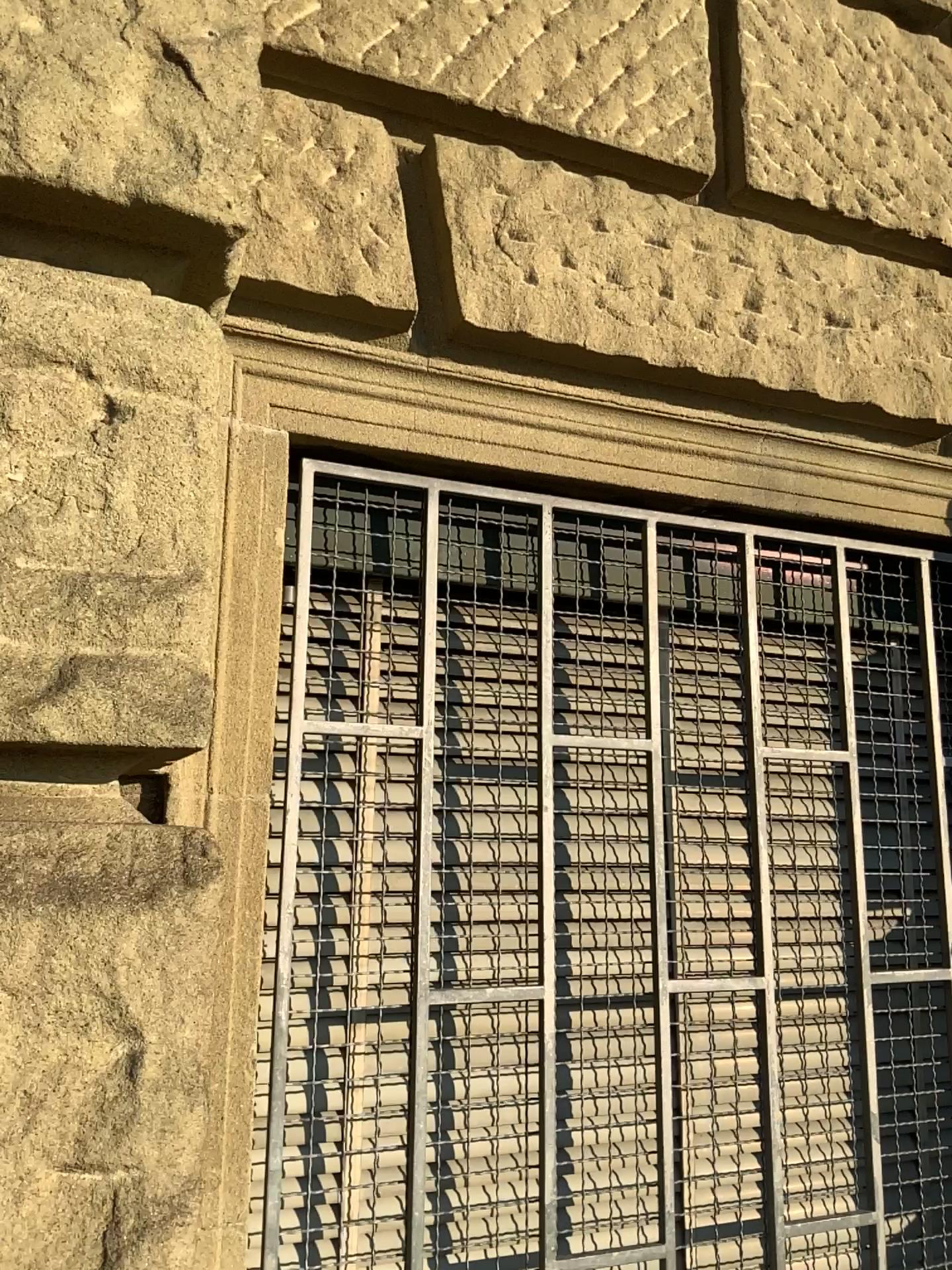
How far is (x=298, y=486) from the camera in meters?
1.5 m

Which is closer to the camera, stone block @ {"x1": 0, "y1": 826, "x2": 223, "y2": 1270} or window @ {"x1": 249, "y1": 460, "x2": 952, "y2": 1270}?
stone block @ {"x1": 0, "y1": 826, "x2": 223, "y2": 1270}

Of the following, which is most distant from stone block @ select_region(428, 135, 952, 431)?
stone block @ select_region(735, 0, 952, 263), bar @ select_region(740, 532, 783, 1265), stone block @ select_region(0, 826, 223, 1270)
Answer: stone block @ select_region(0, 826, 223, 1270)

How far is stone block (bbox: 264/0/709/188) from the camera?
1.52m

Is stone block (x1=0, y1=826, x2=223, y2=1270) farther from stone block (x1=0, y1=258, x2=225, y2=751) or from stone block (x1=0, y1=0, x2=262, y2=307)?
stone block (x1=0, y1=0, x2=262, y2=307)

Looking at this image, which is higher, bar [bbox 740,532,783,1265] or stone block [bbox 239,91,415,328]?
stone block [bbox 239,91,415,328]

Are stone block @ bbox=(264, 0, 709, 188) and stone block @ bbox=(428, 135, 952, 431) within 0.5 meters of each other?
yes

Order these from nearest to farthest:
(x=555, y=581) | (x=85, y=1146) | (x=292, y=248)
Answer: (x=85, y=1146) < (x=292, y=248) < (x=555, y=581)

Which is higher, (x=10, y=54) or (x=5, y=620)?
(x=10, y=54)

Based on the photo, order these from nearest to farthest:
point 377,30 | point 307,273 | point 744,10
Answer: point 307,273 < point 377,30 < point 744,10
